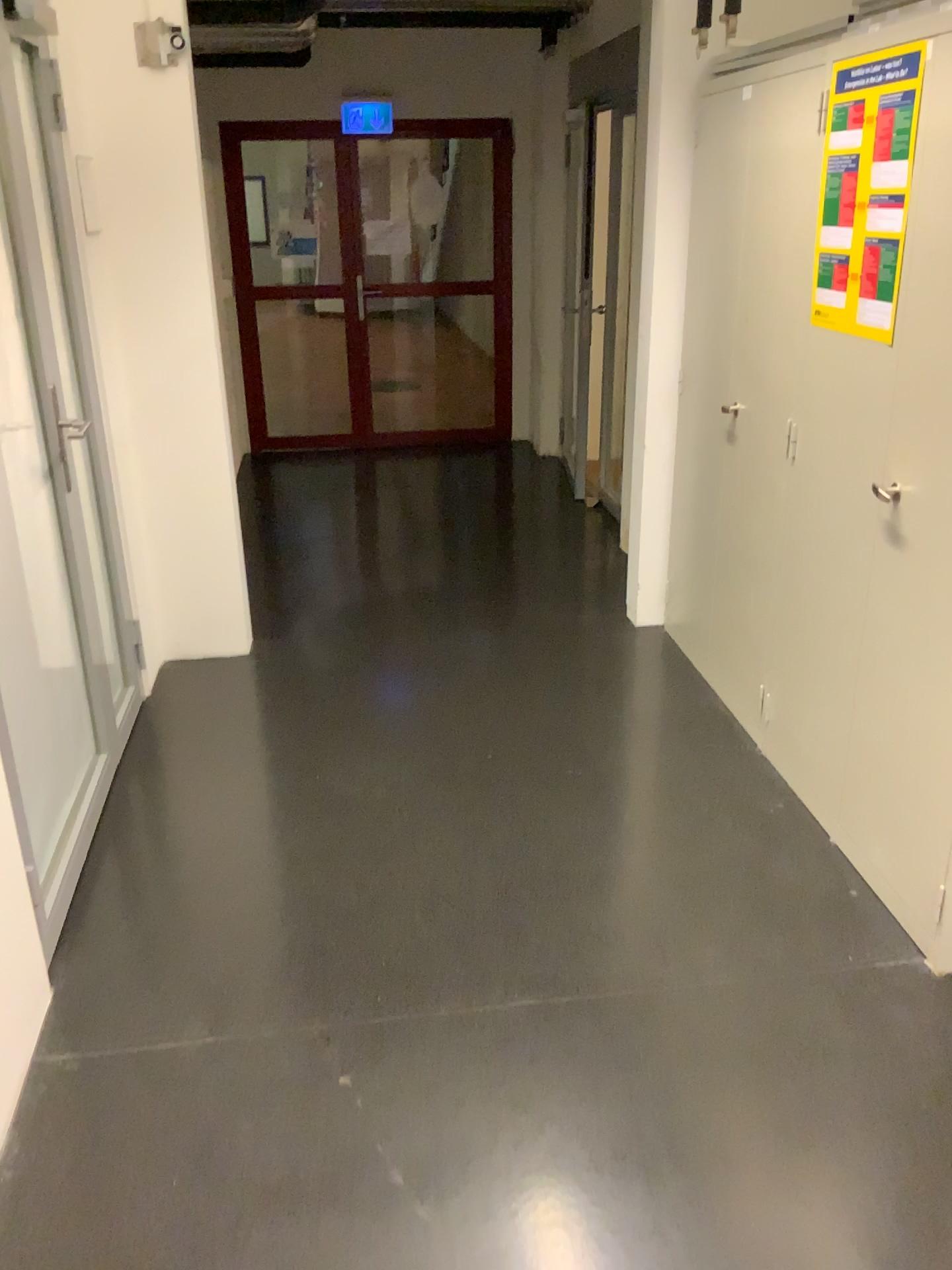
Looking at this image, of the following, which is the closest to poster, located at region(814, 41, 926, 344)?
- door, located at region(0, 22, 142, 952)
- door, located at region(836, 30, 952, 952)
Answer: door, located at region(836, 30, 952, 952)

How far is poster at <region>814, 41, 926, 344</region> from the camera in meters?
2.2 m

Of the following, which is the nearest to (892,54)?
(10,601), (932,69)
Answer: (932,69)

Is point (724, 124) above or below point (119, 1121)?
above

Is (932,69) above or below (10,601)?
above

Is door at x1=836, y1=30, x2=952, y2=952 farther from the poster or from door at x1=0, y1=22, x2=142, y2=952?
door at x1=0, y1=22, x2=142, y2=952

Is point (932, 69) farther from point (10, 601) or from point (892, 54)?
point (10, 601)
